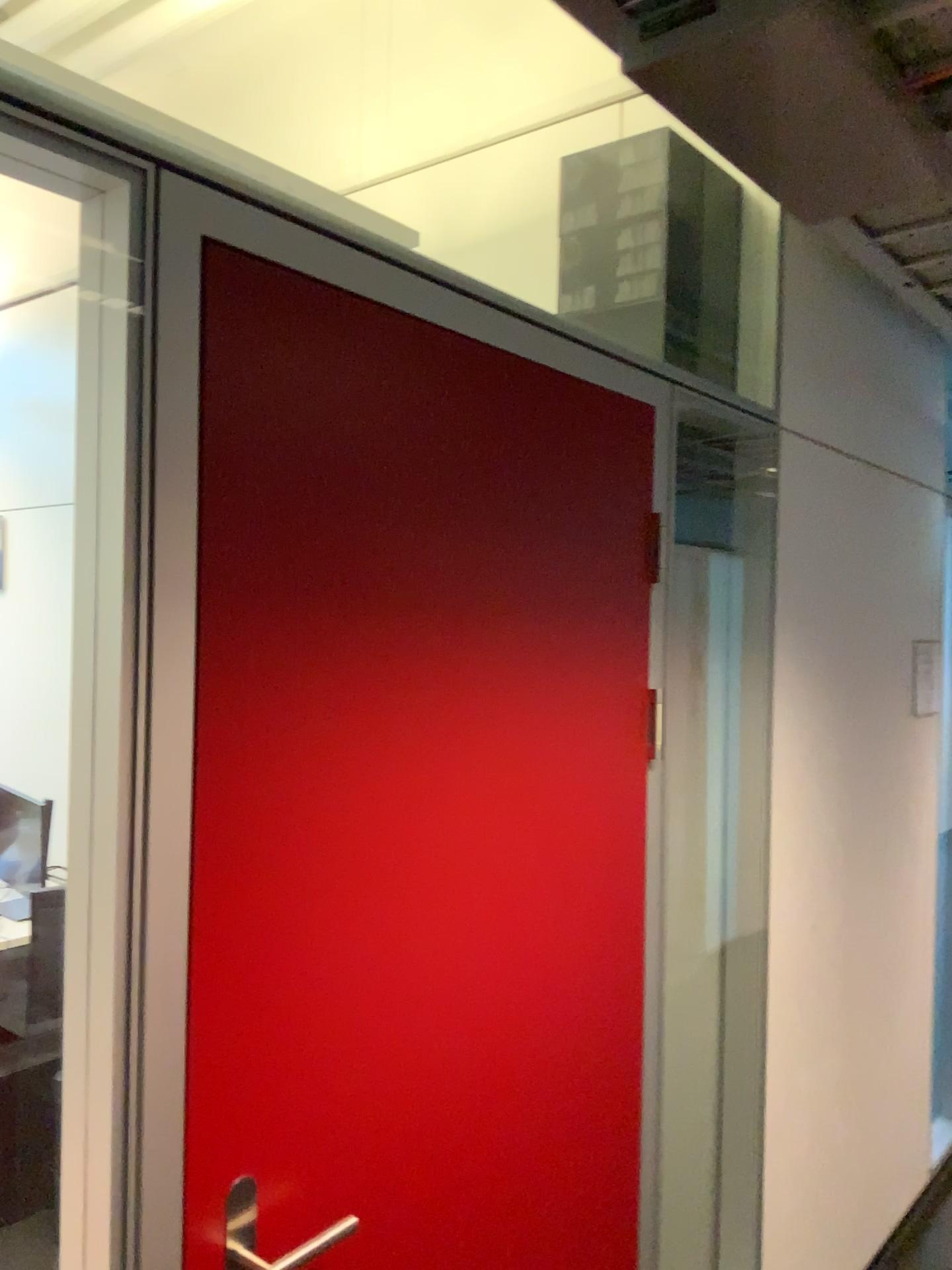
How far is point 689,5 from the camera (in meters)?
0.97

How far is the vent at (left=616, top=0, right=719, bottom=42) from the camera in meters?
1.0

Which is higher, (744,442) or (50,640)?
(744,442)
